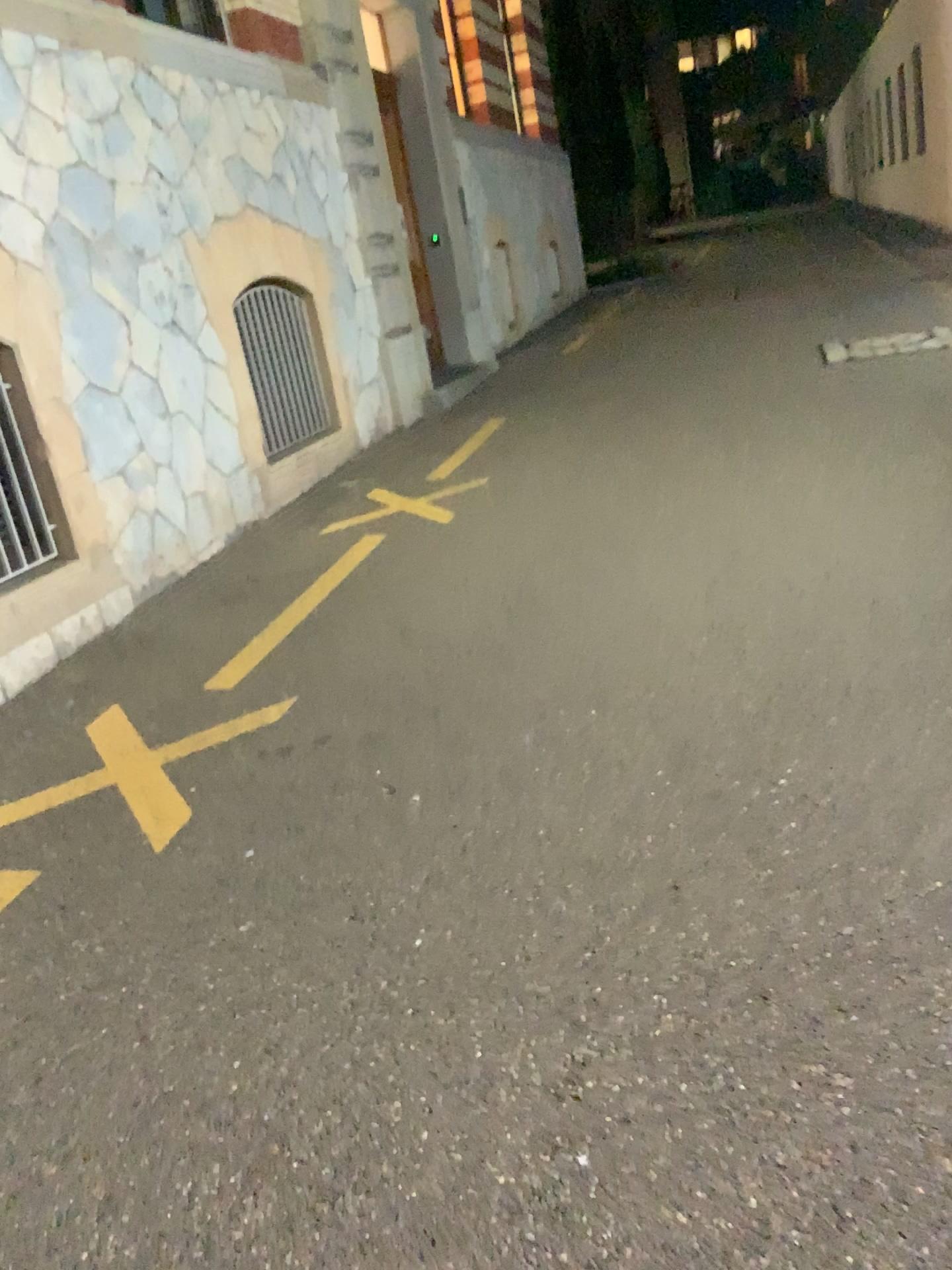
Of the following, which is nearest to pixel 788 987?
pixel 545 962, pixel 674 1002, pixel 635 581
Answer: pixel 674 1002
